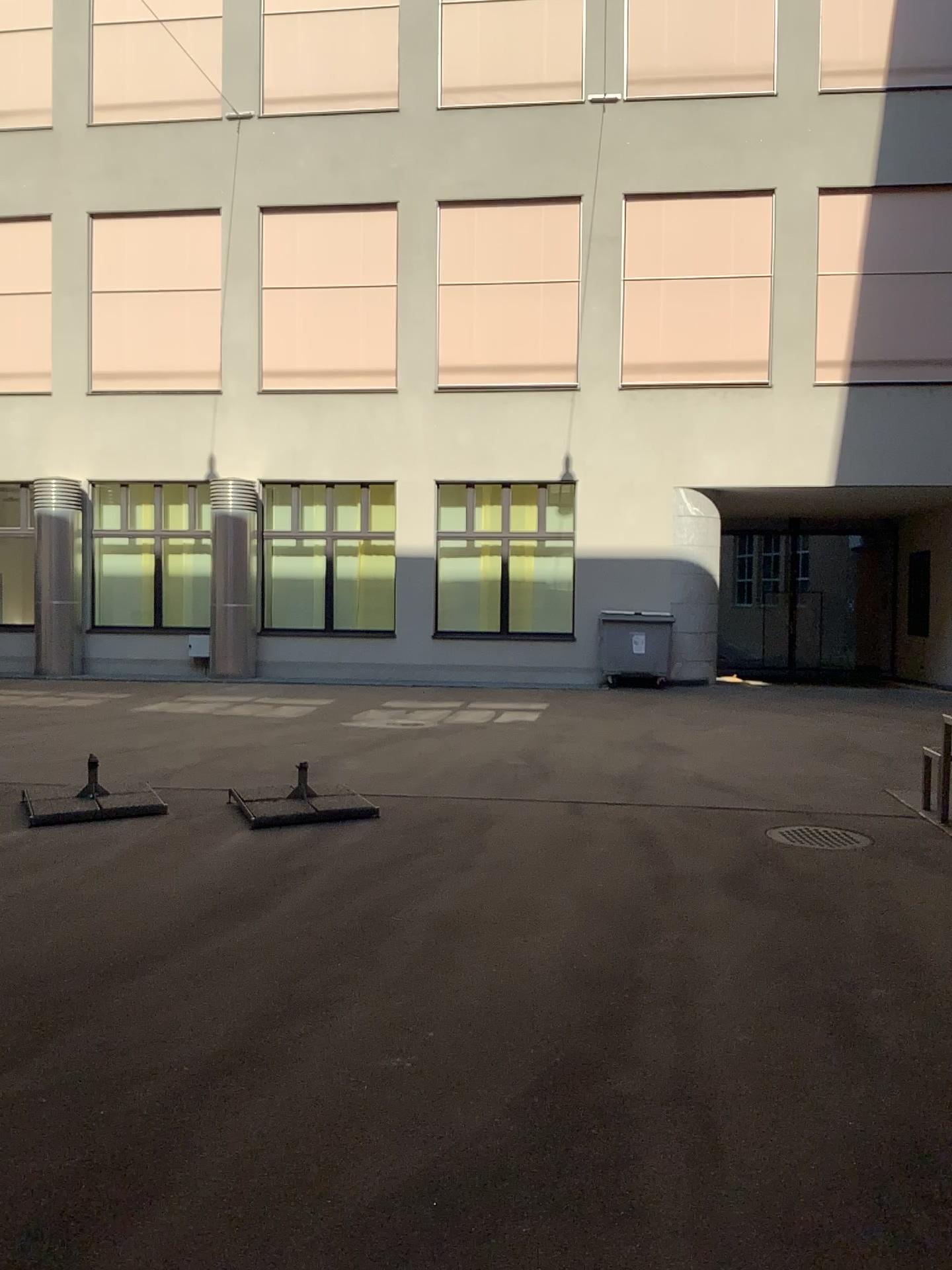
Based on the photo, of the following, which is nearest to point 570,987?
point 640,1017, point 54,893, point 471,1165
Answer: point 640,1017
